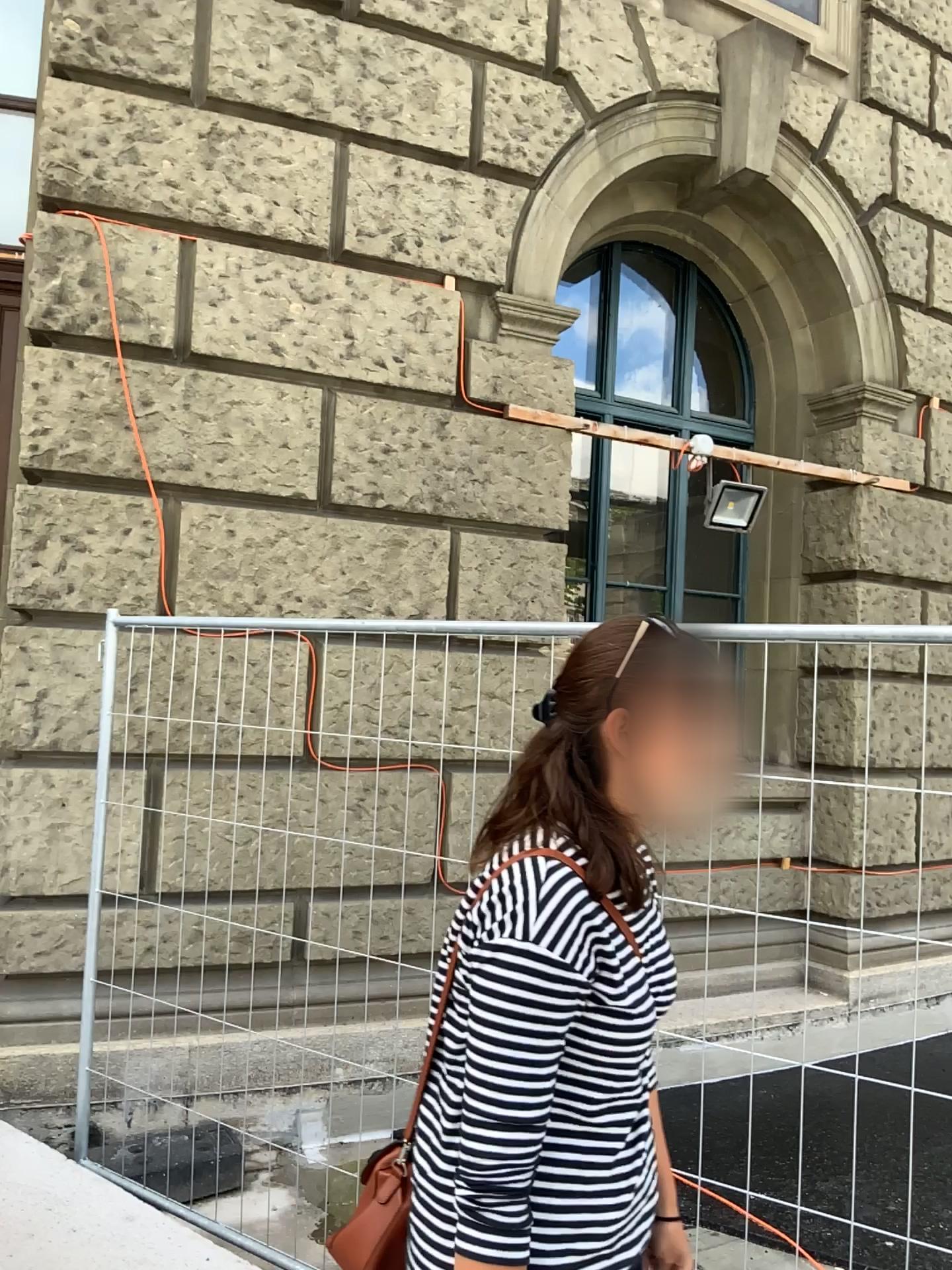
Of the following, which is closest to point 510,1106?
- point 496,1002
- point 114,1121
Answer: point 496,1002

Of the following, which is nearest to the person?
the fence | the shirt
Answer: the shirt

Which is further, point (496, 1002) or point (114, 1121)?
point (114, 1121)

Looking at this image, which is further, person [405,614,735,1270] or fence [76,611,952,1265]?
fence [76,611,952,1265]

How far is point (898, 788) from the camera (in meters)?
2.13

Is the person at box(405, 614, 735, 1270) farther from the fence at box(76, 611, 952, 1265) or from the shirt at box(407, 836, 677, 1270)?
the fence at box(76, 611, 952, 1265)

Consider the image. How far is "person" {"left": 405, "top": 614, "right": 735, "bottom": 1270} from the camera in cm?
117

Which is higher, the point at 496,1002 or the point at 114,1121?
the point at 496,1002

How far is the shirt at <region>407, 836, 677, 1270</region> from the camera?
1.16m
